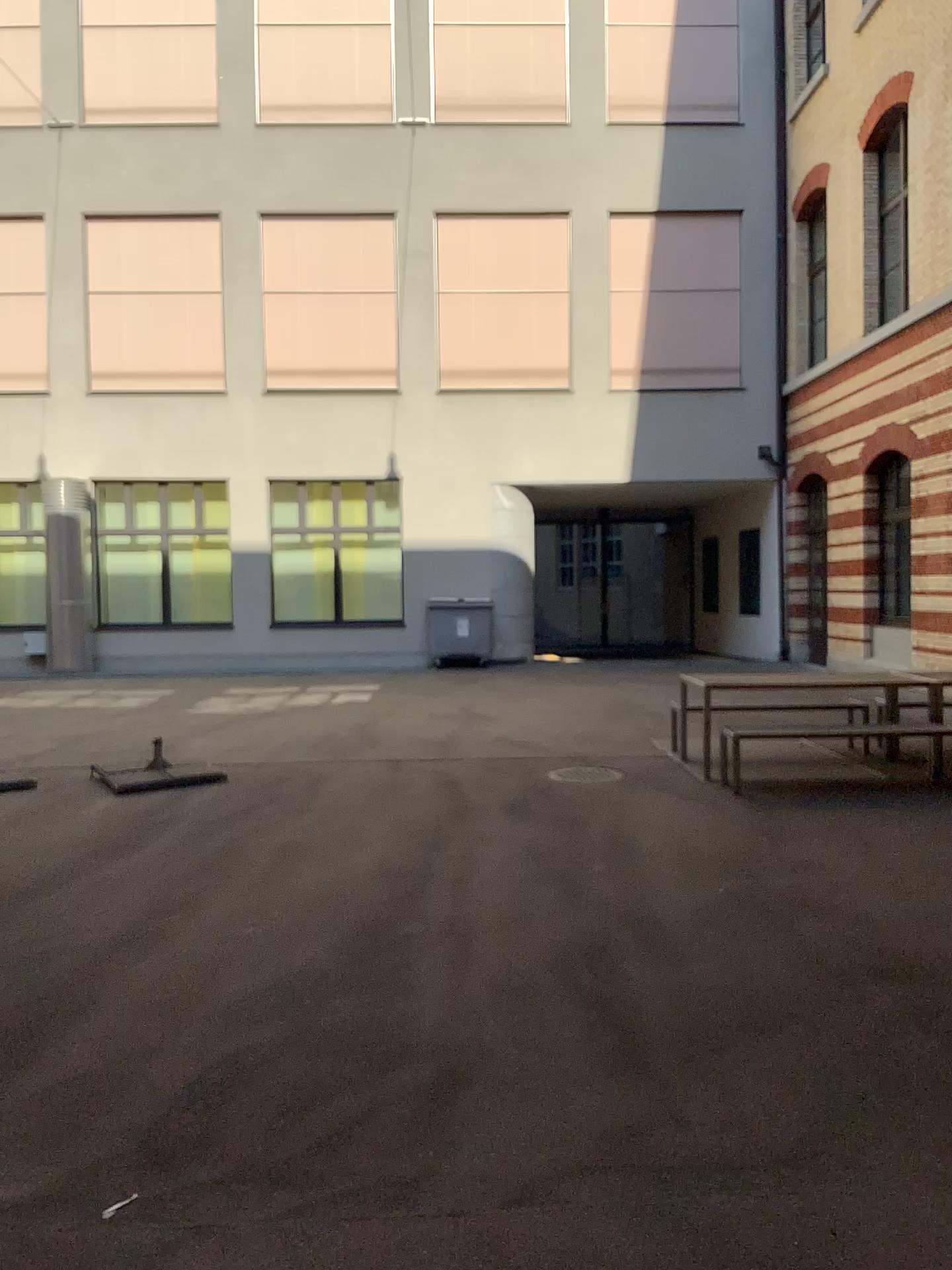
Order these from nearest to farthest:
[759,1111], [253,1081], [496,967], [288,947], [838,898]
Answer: [759,1111]
[253,1081]
[496,967]
[288,947]
[838,898]
